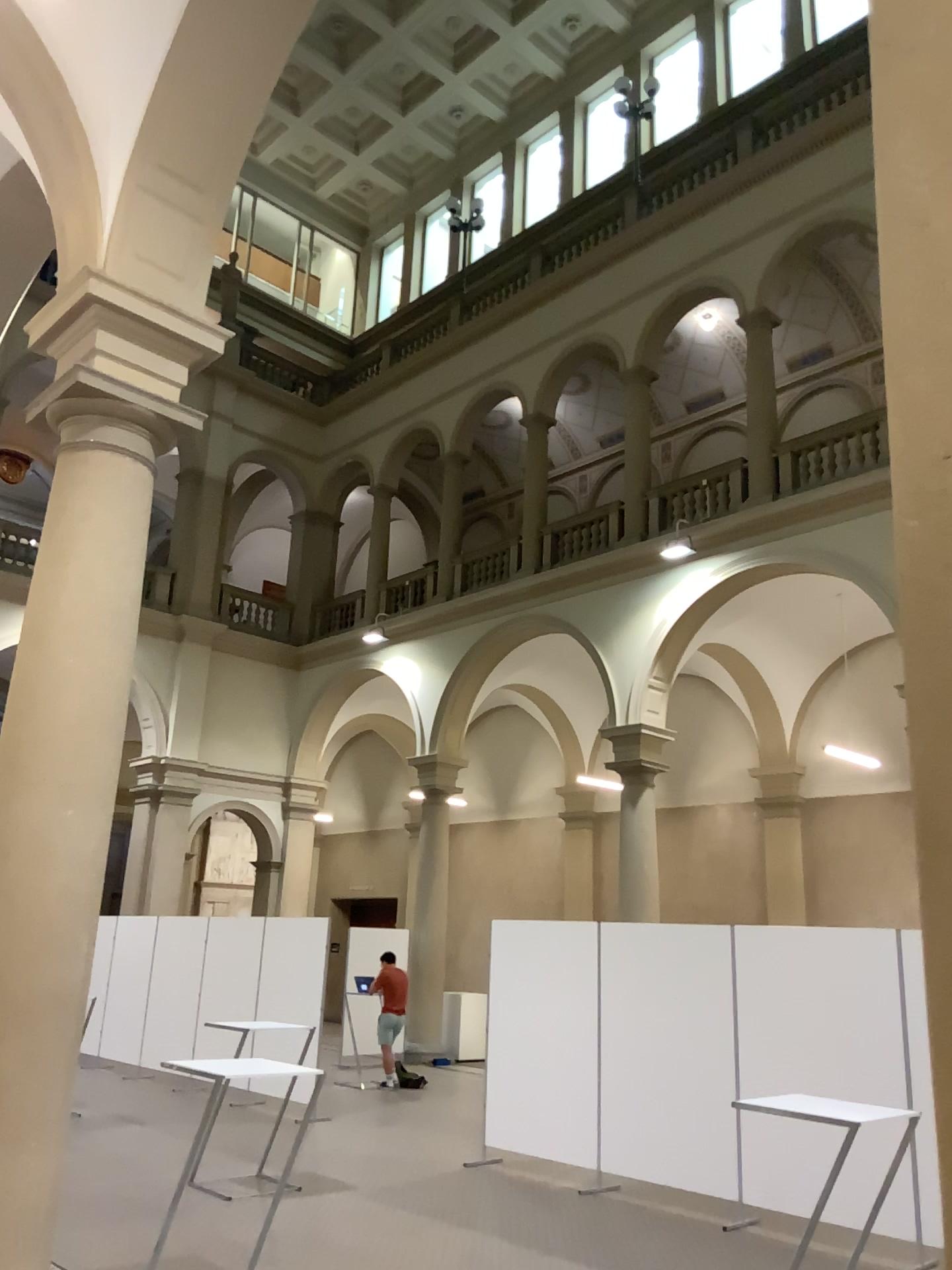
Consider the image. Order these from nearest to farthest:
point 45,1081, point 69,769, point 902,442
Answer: point 902,442 → point 45,1081 → point 69,769
